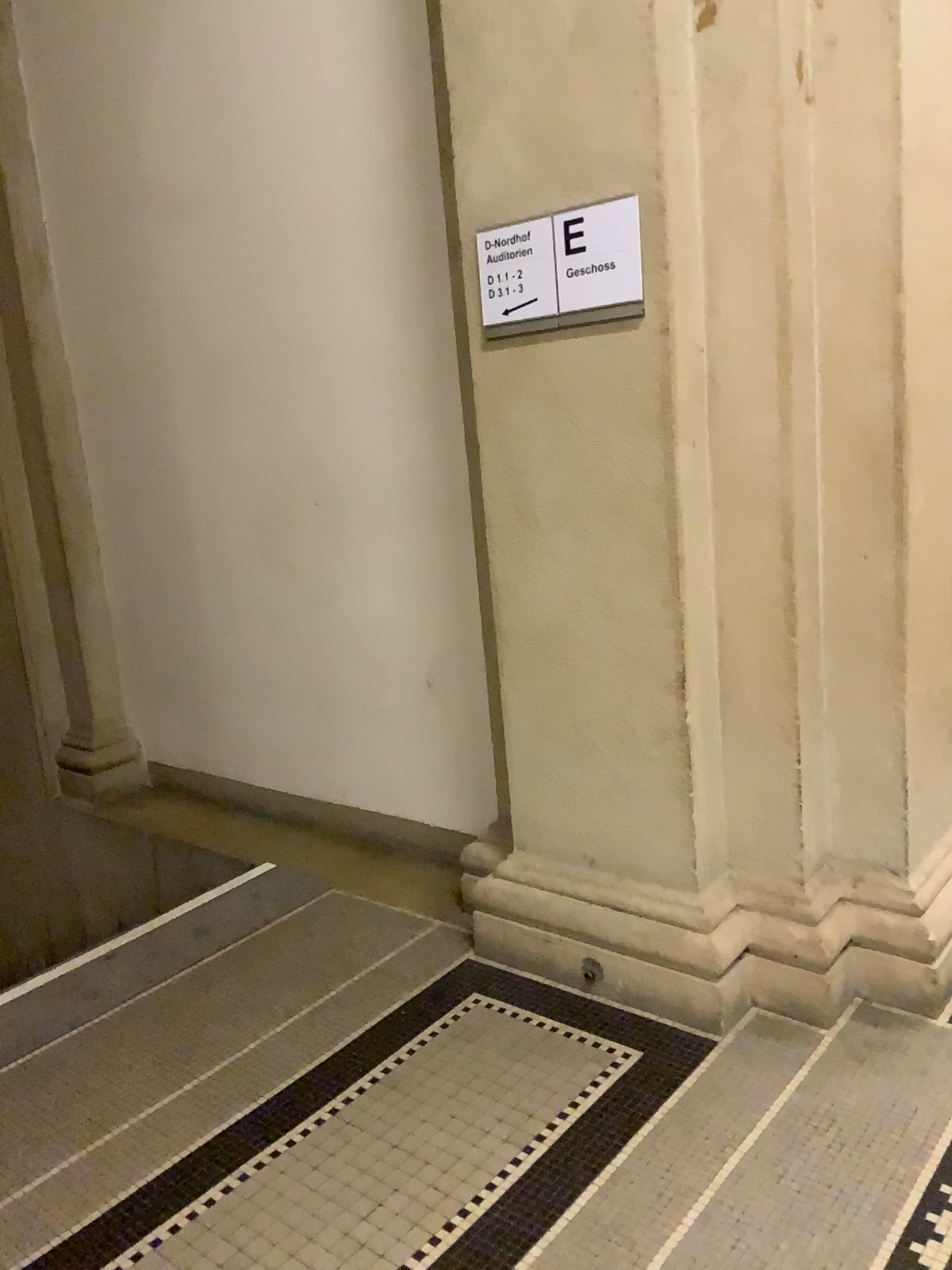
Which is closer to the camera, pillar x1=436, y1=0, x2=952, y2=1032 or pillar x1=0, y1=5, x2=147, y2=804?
pillar x1=436, y1=0, x2=952, y2=1032

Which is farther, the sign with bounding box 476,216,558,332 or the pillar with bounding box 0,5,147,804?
the pillar with bounding box 0,5,147,804

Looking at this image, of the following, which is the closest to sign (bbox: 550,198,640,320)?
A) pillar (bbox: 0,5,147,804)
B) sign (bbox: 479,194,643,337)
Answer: sign (bbox: 479,194,643,337)

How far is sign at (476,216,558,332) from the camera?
2.3m

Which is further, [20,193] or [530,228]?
[20,193]

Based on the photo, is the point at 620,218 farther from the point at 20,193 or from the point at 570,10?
the point at 20,193

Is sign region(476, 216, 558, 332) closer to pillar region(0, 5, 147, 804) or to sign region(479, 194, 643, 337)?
sign region(479, 194, 643, 337)

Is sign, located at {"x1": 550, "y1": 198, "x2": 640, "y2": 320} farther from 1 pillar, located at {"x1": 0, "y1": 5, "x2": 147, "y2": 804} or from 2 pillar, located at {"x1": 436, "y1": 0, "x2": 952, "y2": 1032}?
1 pillar, located at {"x1": 0, "y1": 5, "x2": 147, "y2": 804}

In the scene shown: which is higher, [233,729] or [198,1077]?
[233,729]

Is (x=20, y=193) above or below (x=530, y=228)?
above
